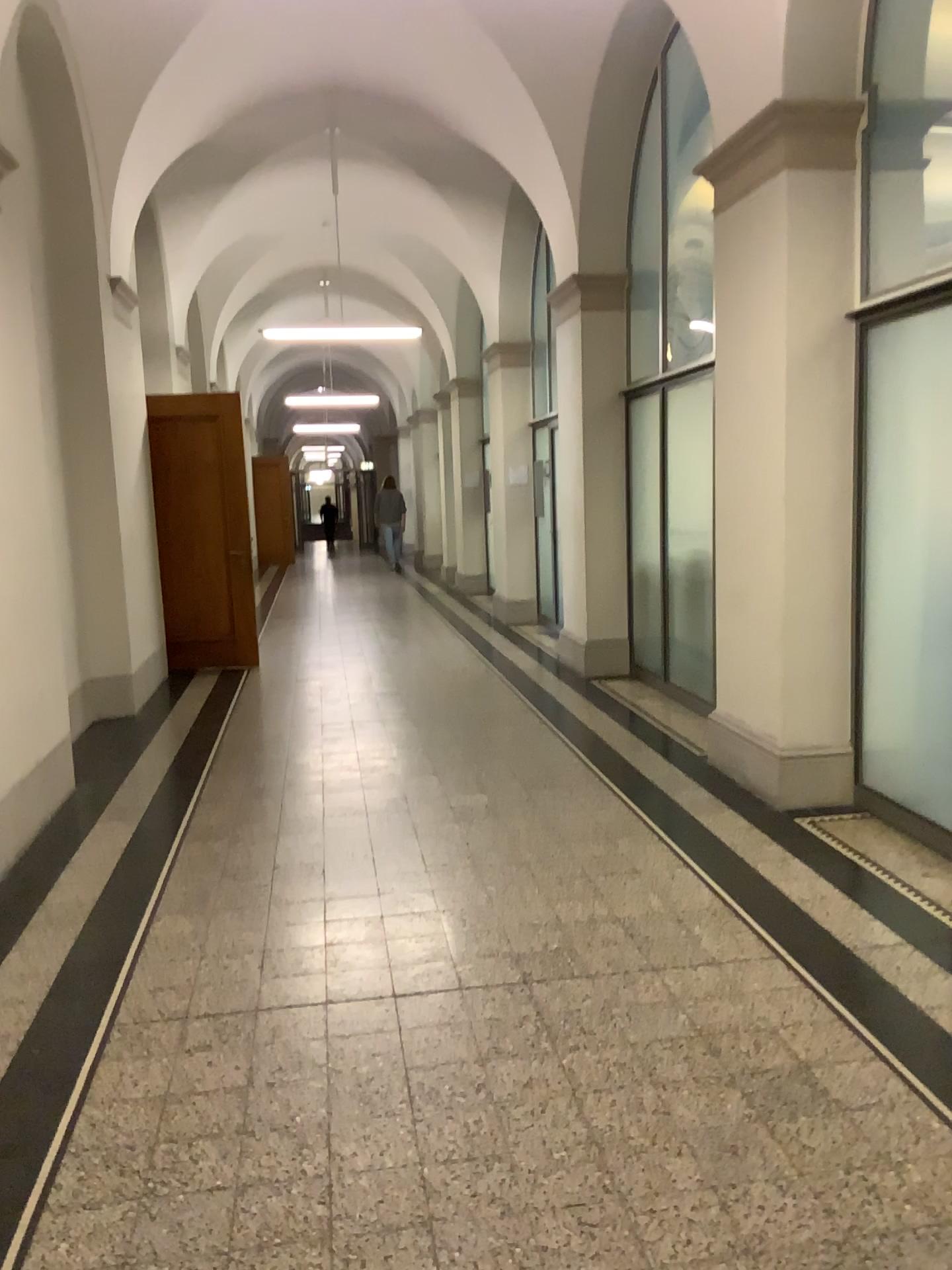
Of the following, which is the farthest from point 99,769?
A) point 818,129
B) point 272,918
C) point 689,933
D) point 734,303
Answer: point 818,129
